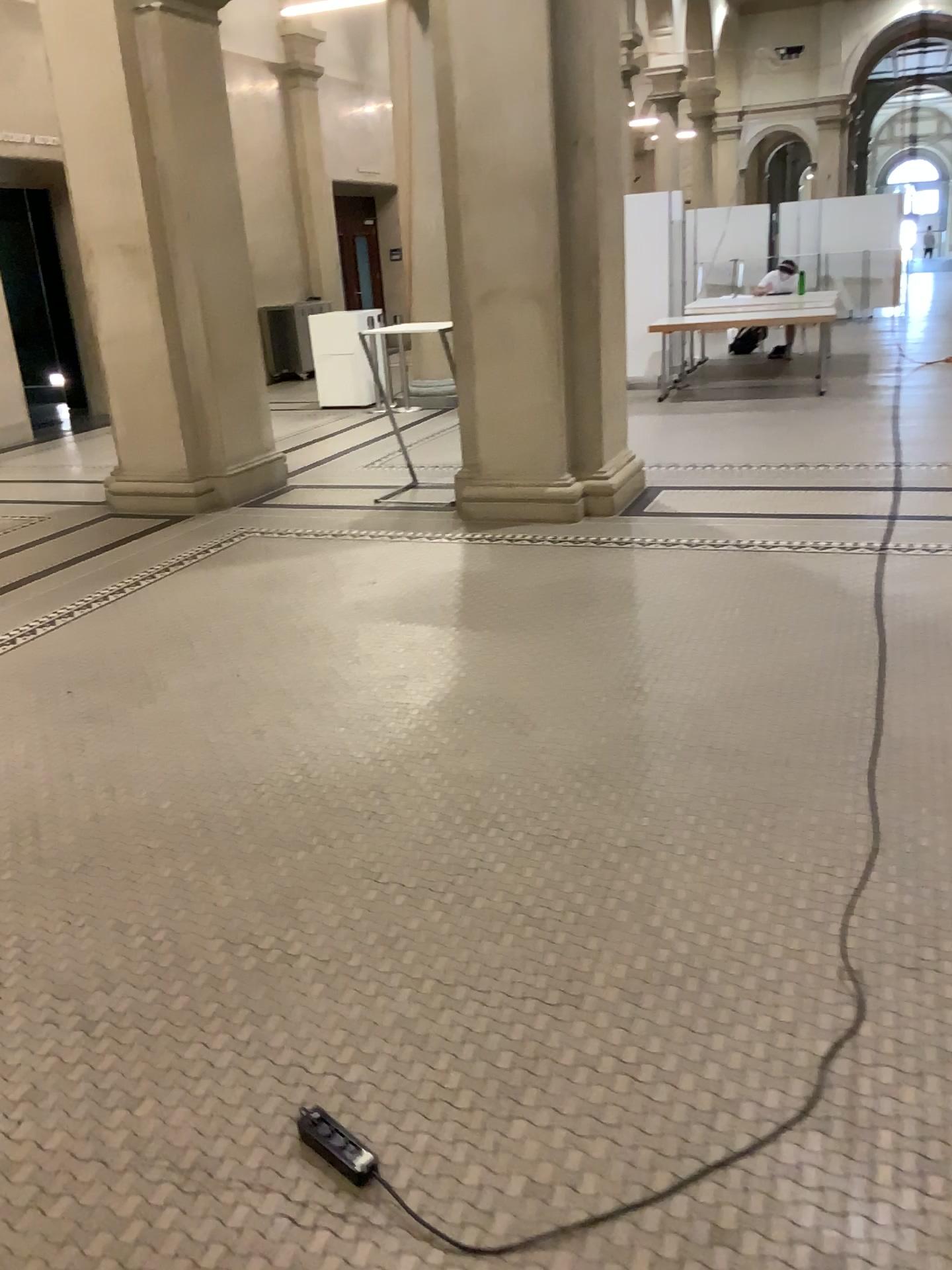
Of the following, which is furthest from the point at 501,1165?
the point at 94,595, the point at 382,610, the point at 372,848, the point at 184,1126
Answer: the point at 94,595
